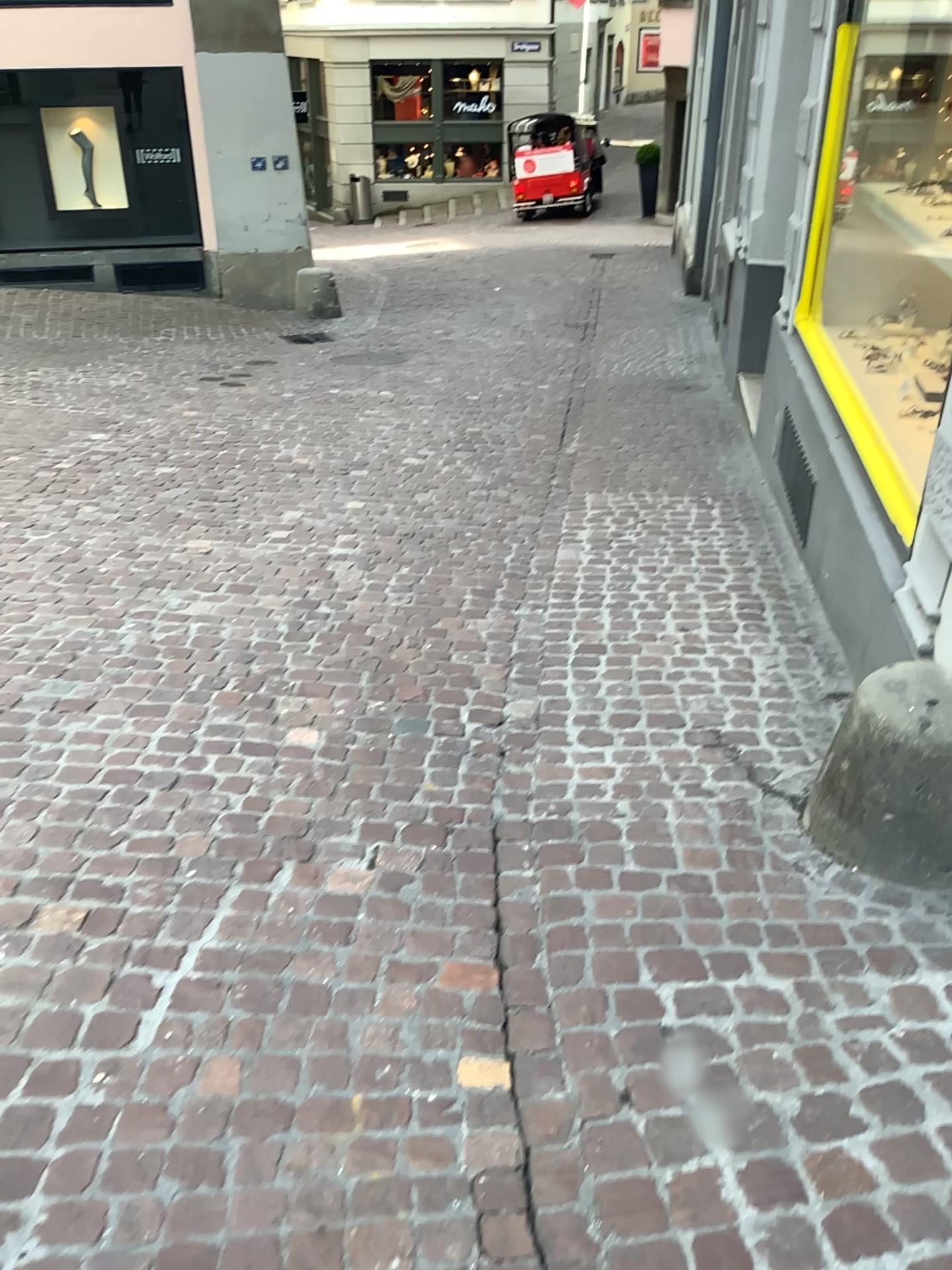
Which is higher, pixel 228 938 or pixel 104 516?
pixel 104 516
